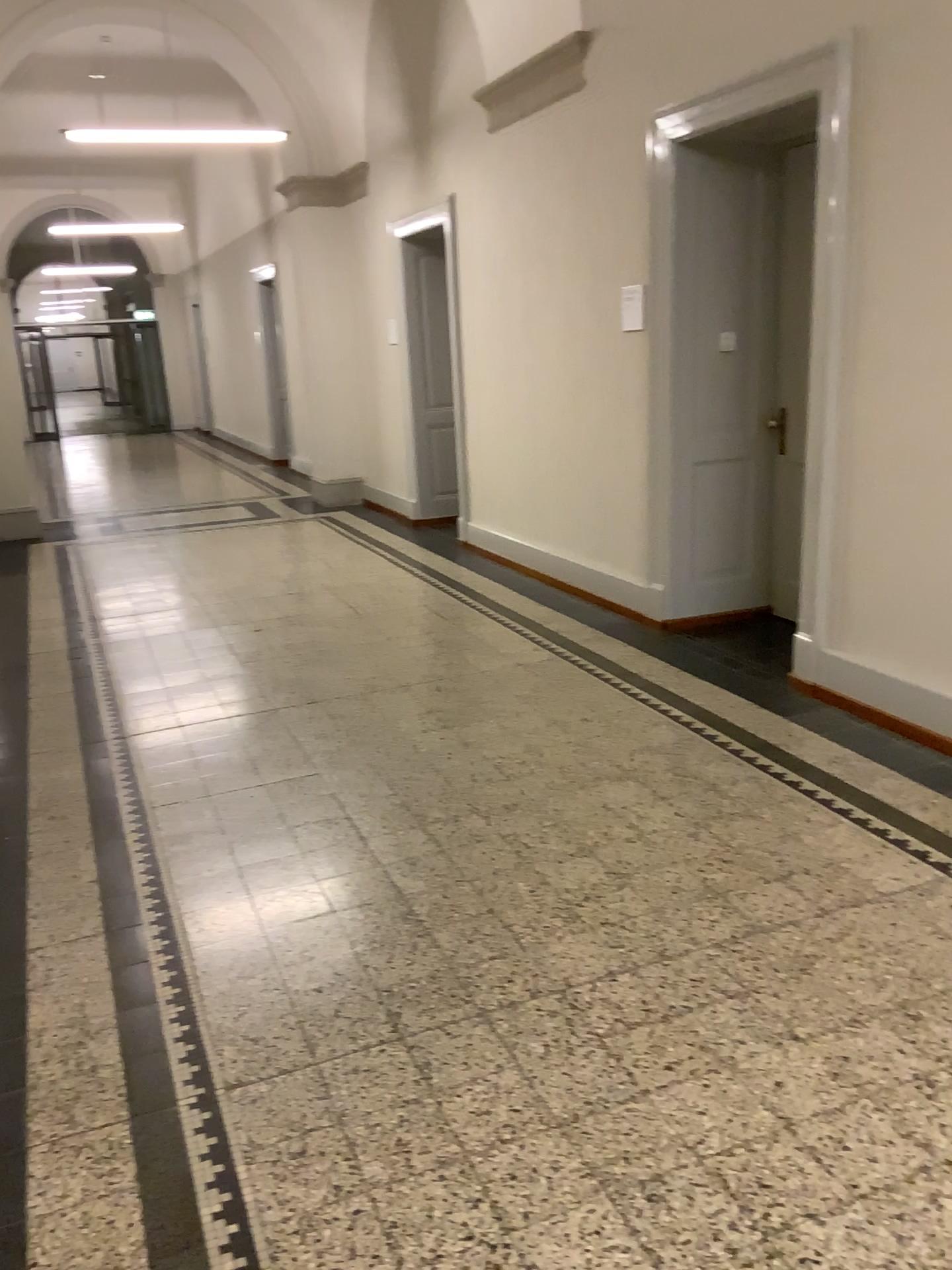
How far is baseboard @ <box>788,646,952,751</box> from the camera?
4.00m

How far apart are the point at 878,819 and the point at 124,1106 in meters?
2.3

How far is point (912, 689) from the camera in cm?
400
